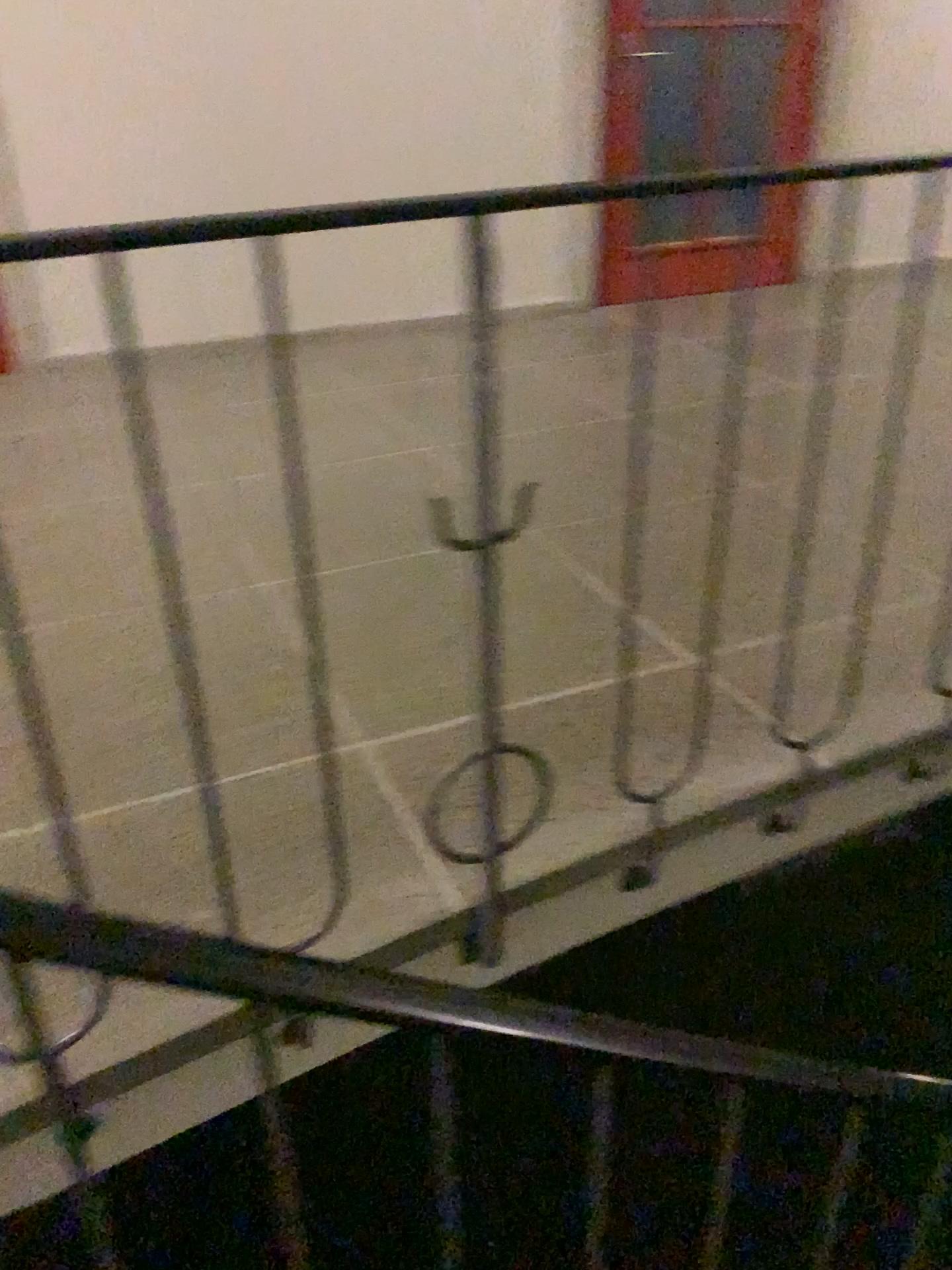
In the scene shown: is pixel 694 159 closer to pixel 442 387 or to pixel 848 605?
pixel 442 387
